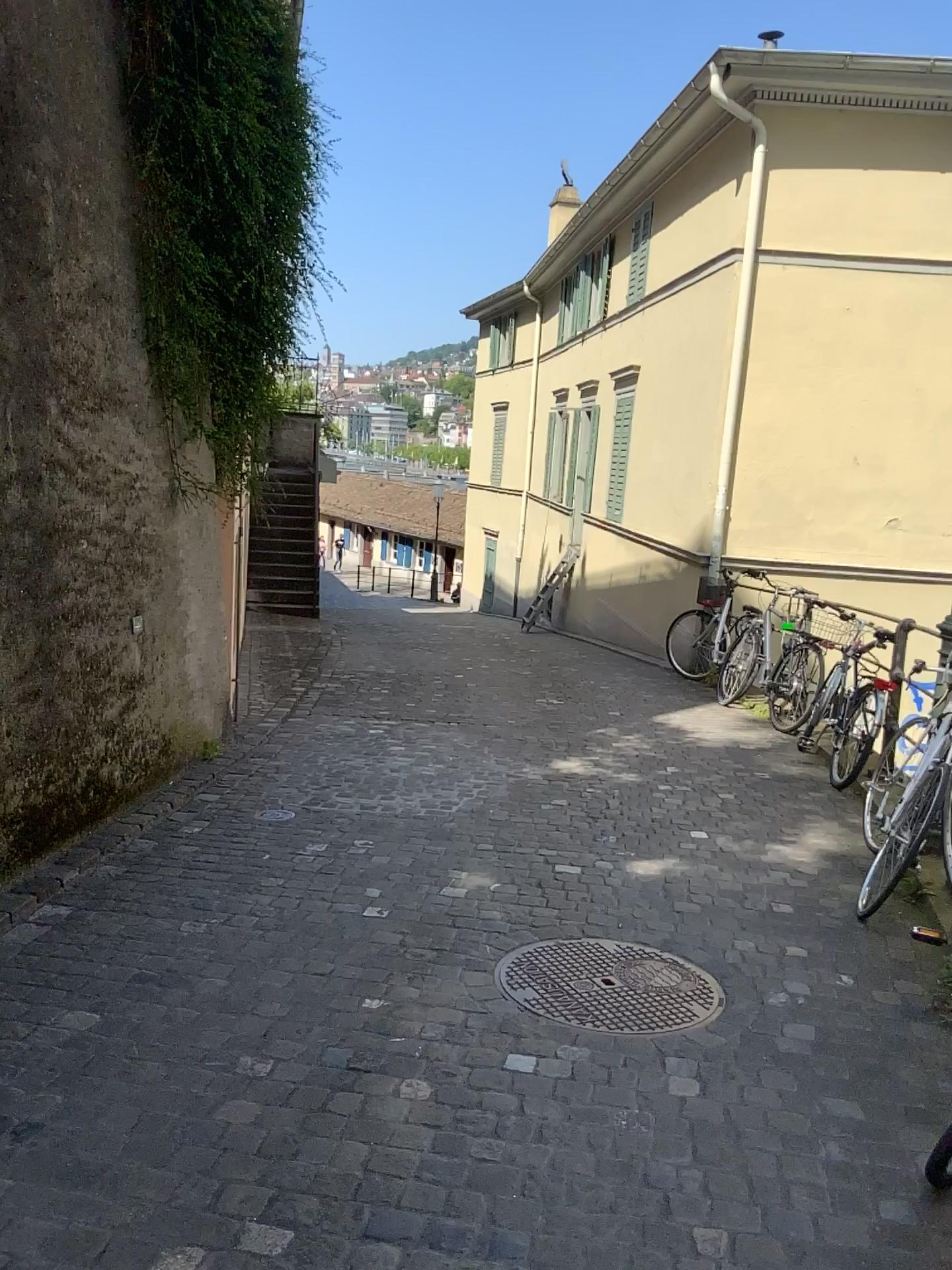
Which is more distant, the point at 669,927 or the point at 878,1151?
the point at 669,927
